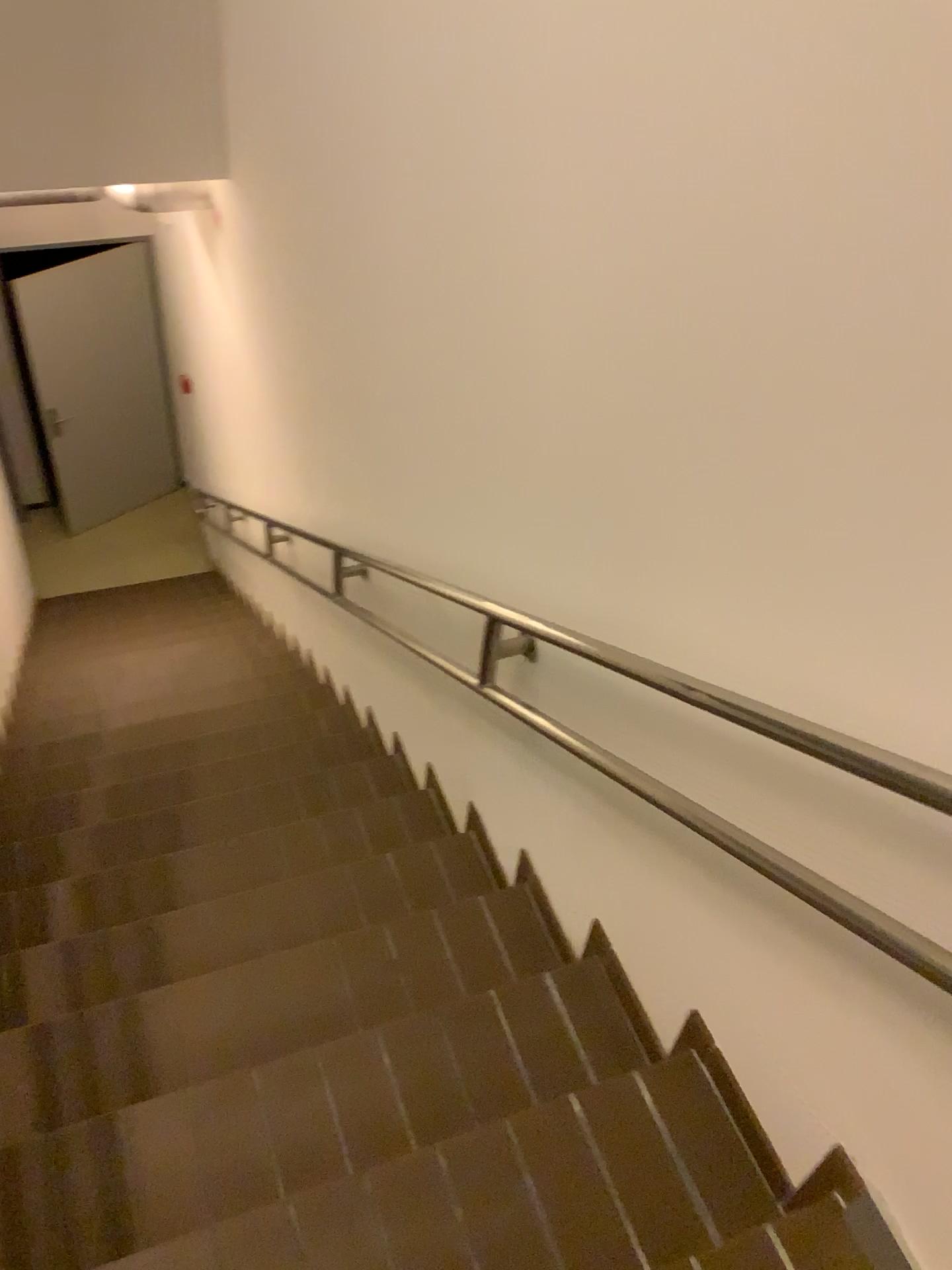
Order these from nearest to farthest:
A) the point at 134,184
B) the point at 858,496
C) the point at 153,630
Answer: the point at 858,496, the point at 134,184, the point at 153,630
